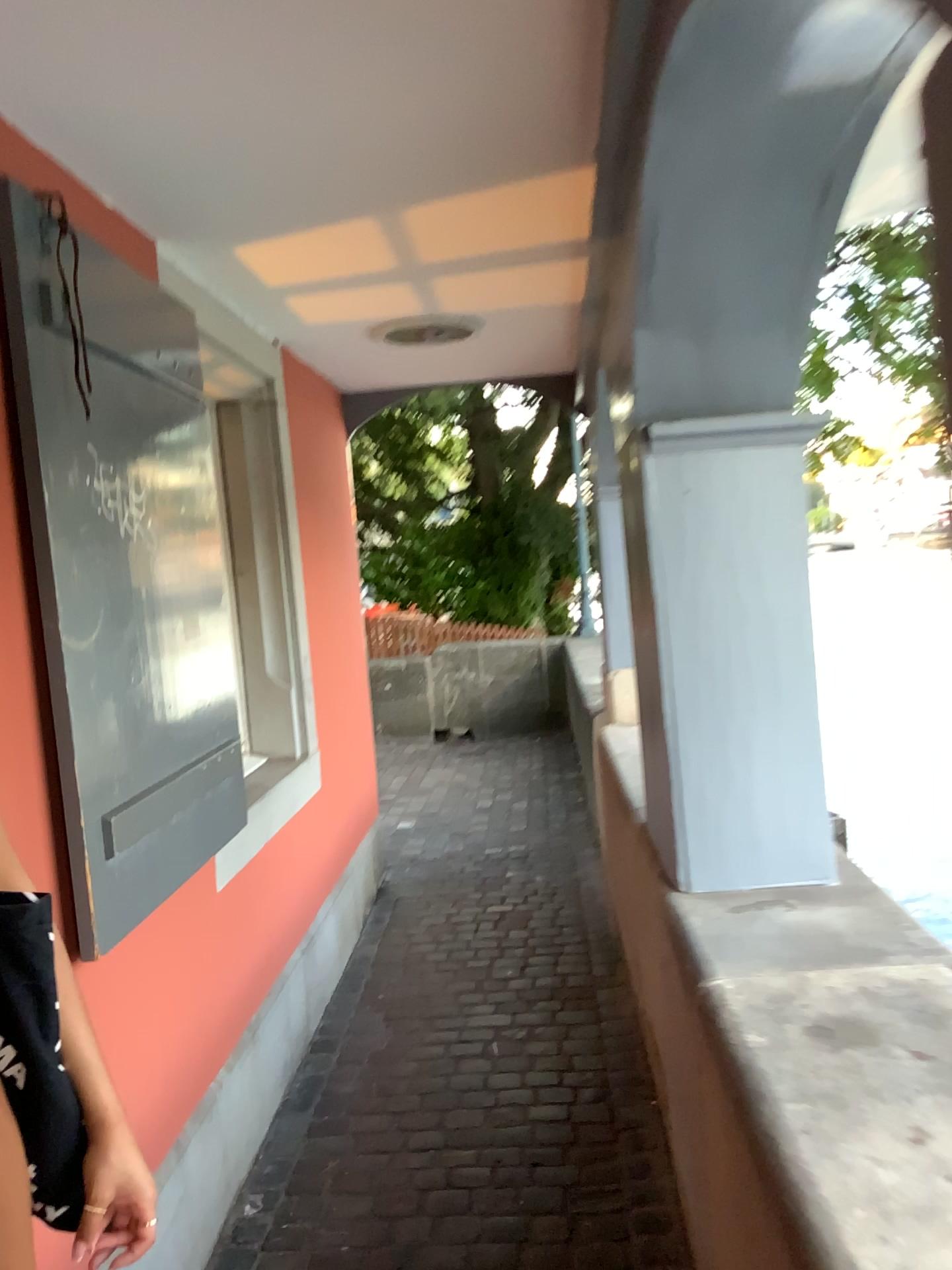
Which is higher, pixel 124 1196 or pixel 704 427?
pixel 704 427

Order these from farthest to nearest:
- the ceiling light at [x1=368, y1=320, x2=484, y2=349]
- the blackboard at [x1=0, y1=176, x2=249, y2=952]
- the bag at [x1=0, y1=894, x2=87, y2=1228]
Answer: the ceiling light at [x1=368, y1=320, x2=484, y2=349], the blackboard at [x1=0, y1=176, x2=249, y2=952], the bag at [x1=0, y1=894, x2=87, y2=1228]

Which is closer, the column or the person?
the person

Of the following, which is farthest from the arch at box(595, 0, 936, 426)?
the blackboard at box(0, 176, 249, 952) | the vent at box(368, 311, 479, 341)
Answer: the vent at box(368, 311, 479, 341)

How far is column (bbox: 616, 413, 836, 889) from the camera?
2.0m

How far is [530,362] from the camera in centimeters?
430cm

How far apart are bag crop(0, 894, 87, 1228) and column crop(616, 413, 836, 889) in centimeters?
134cm

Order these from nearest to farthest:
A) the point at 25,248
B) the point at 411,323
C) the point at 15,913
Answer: the point at 15,913, the point at 25,248, the point at 411,323

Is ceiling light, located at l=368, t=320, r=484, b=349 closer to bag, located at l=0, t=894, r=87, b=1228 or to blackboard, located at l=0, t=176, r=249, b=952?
blackboard, located at l=0, t=176, r=249, b=952

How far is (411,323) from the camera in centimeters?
347cm
